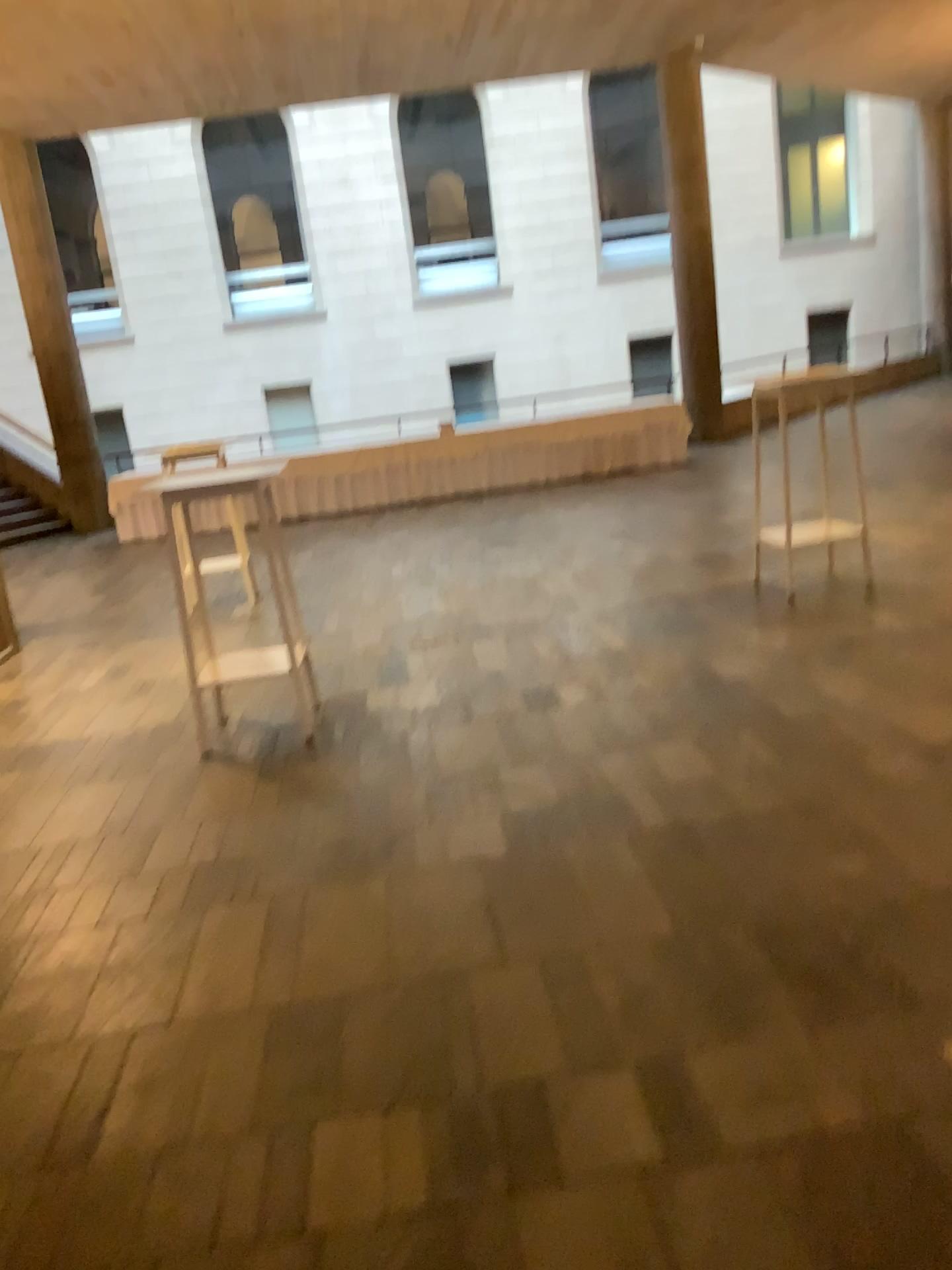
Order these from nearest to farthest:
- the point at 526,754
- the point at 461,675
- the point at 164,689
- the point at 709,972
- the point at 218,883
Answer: the point at 709,972, the point at 218,883, the point at 526,754, the point at 461,675, the point at 164,689
